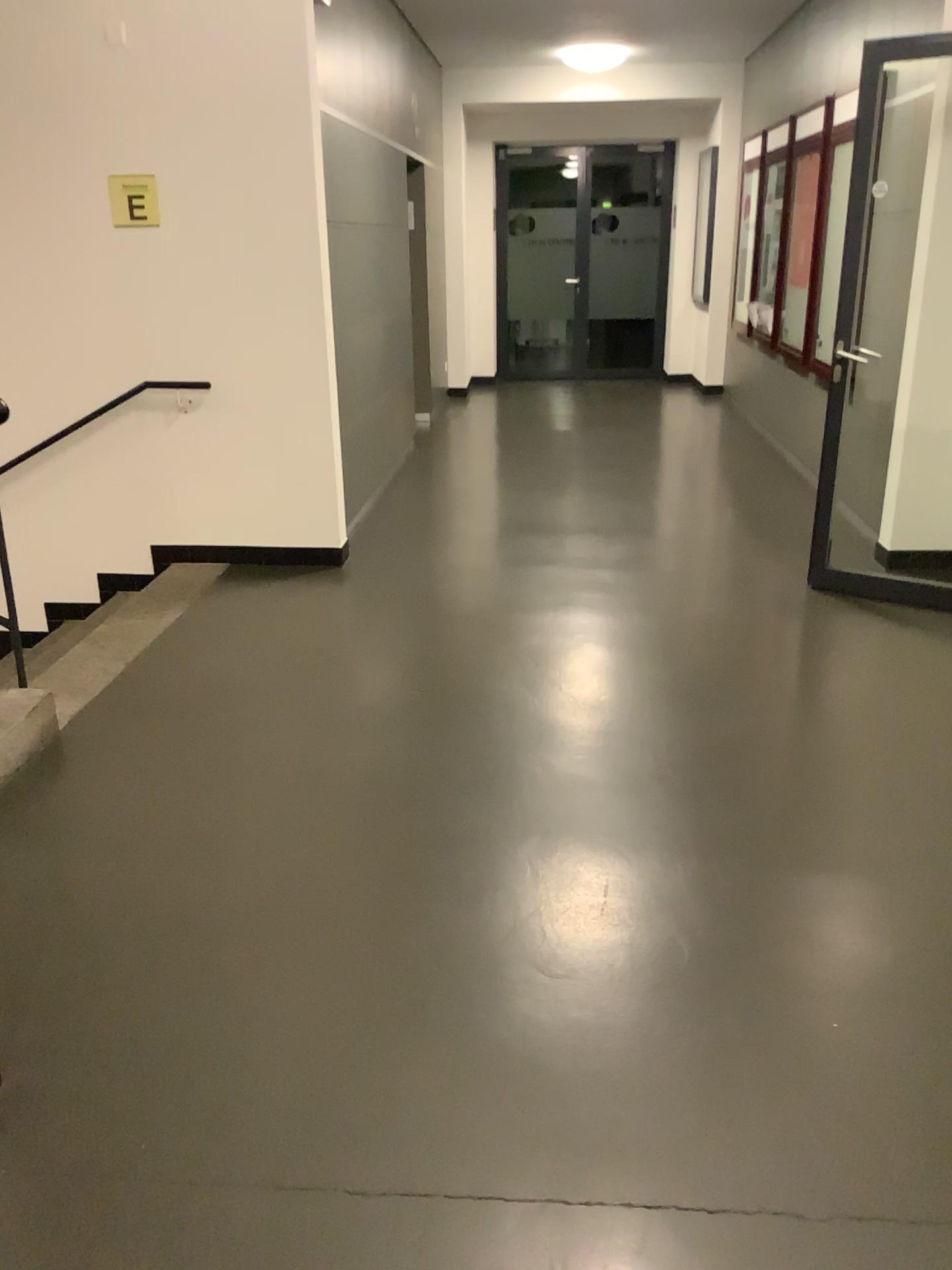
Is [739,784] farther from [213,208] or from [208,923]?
[213,208]
